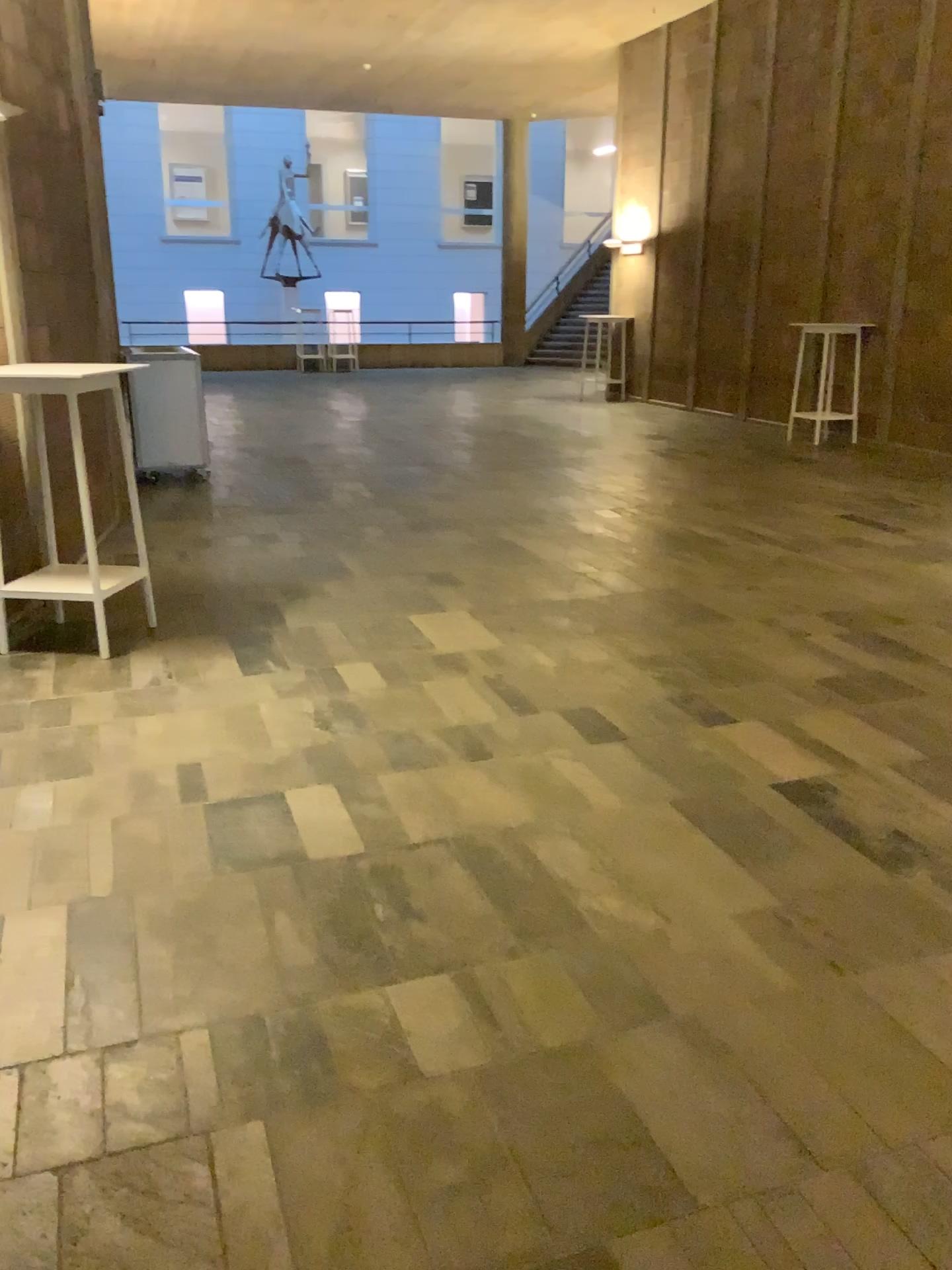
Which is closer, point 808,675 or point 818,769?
point 818,769
